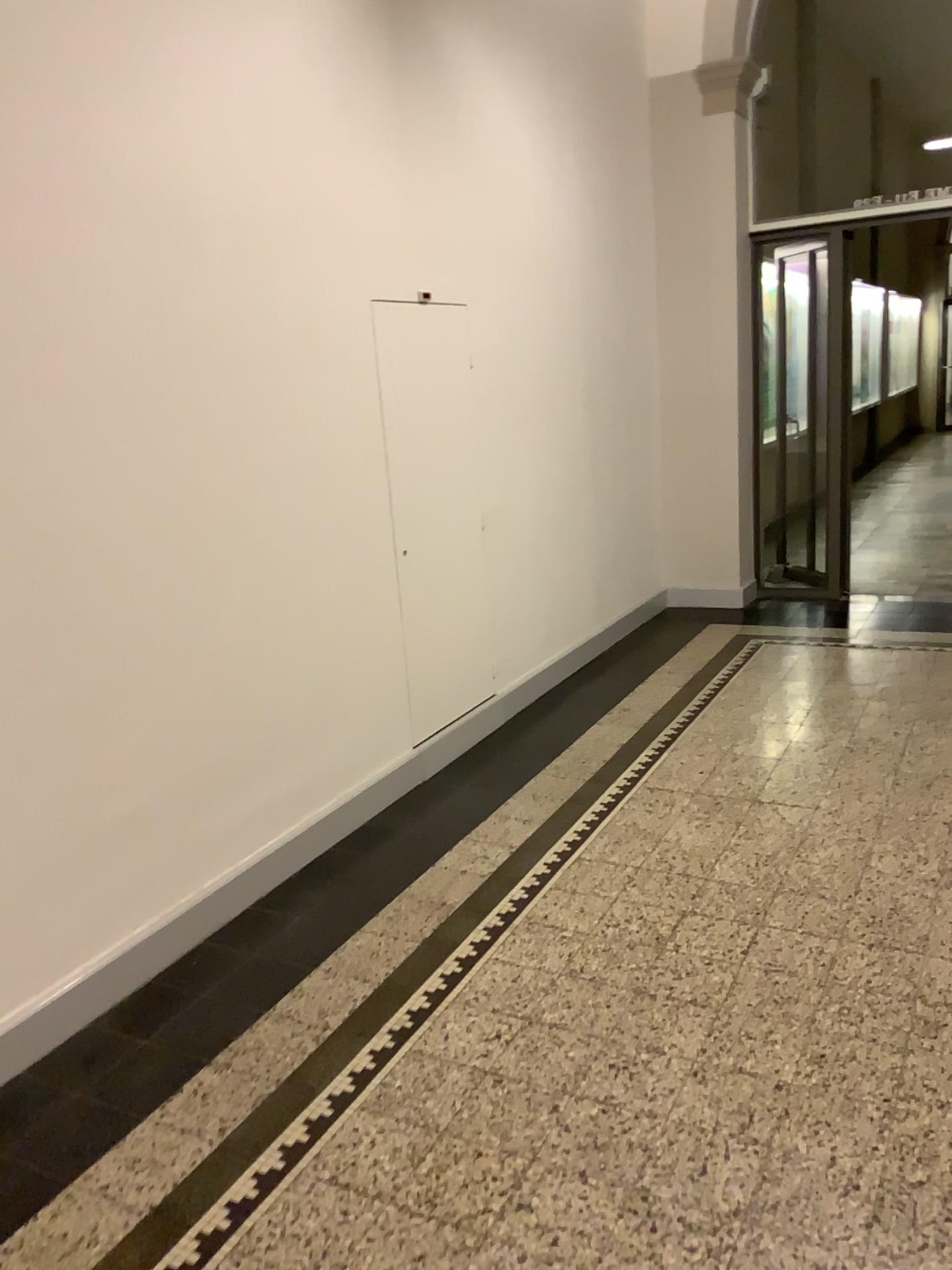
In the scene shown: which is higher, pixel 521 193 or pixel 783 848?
pixel 521 193
